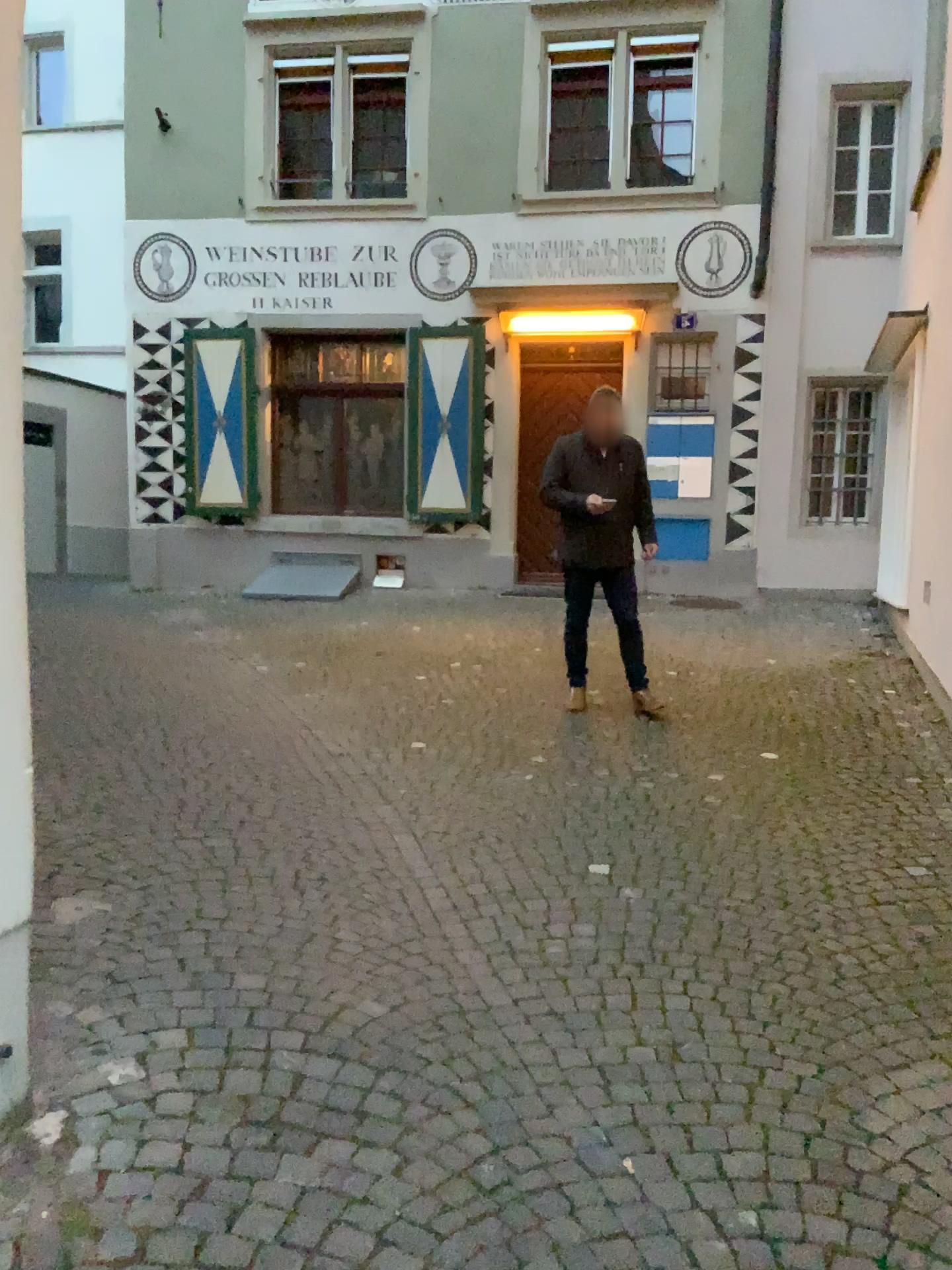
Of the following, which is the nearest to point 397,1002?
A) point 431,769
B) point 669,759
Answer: point 431,769
